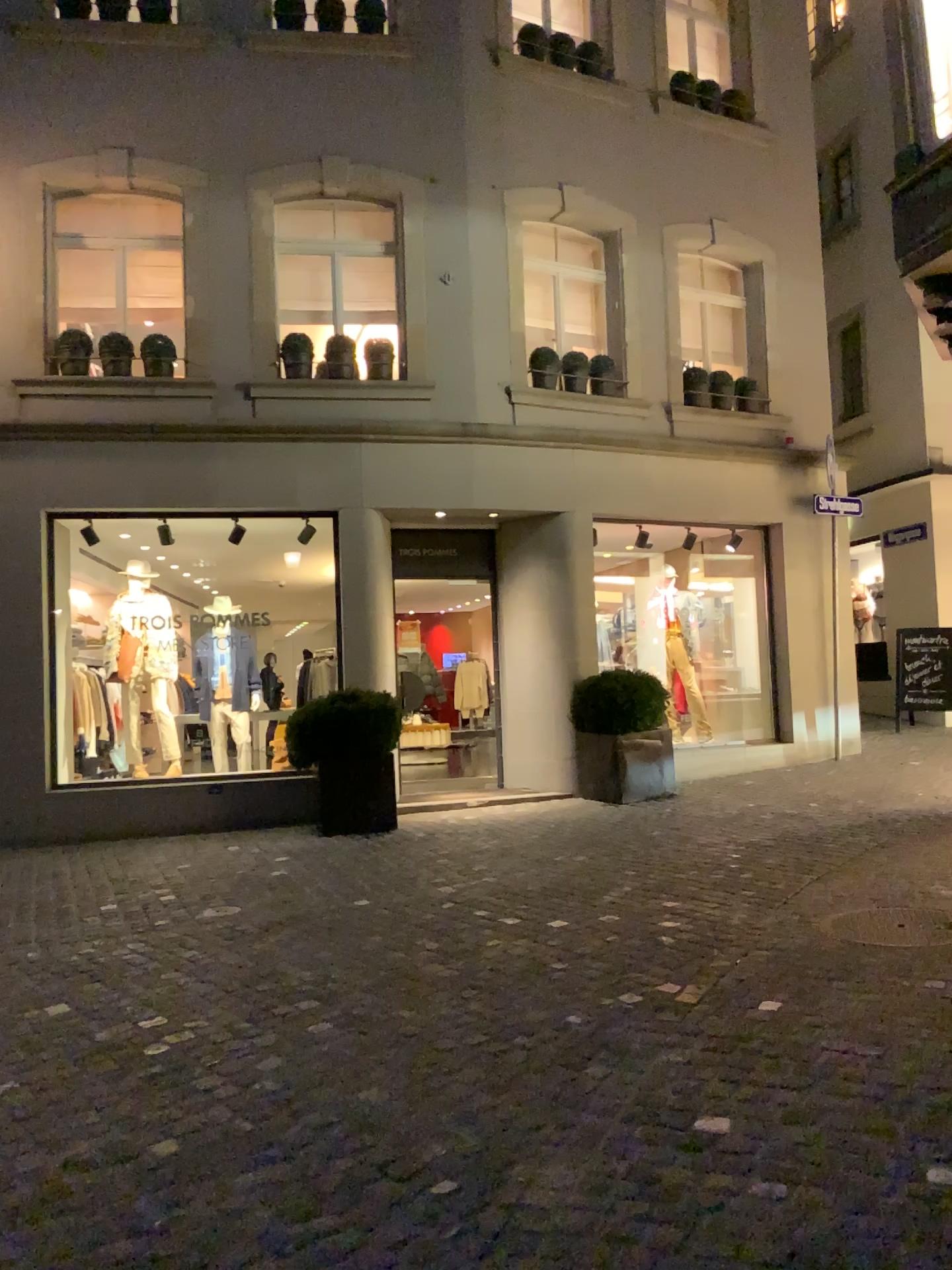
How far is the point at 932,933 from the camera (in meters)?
4.47

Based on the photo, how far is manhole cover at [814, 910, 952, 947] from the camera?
4.5m

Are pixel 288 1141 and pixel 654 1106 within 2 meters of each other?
yes
